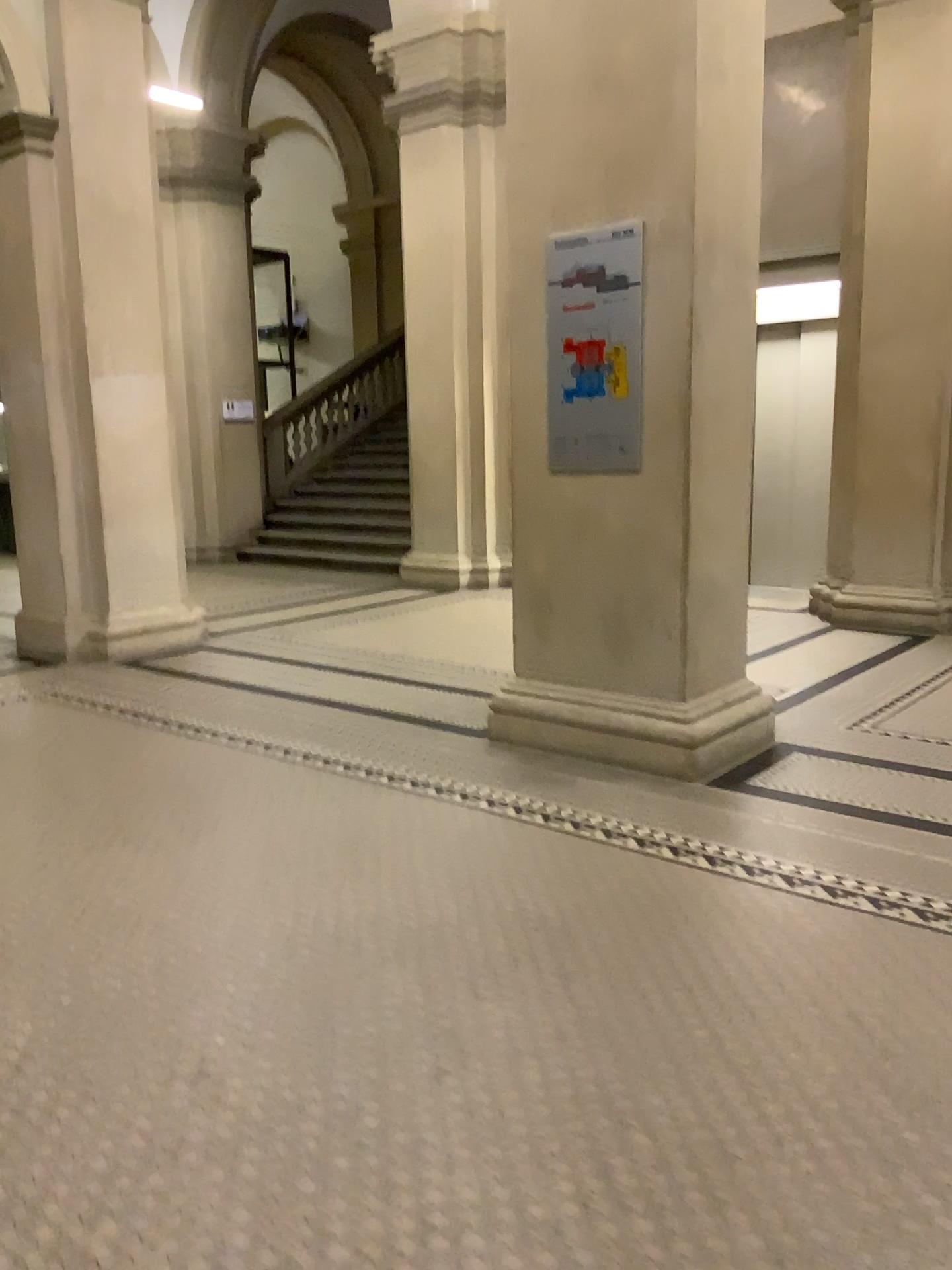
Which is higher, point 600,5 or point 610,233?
point 600,5

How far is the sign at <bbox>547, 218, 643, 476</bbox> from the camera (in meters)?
3.98

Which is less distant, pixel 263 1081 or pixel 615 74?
pixel 263 1081

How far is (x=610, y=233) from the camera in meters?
4.0
